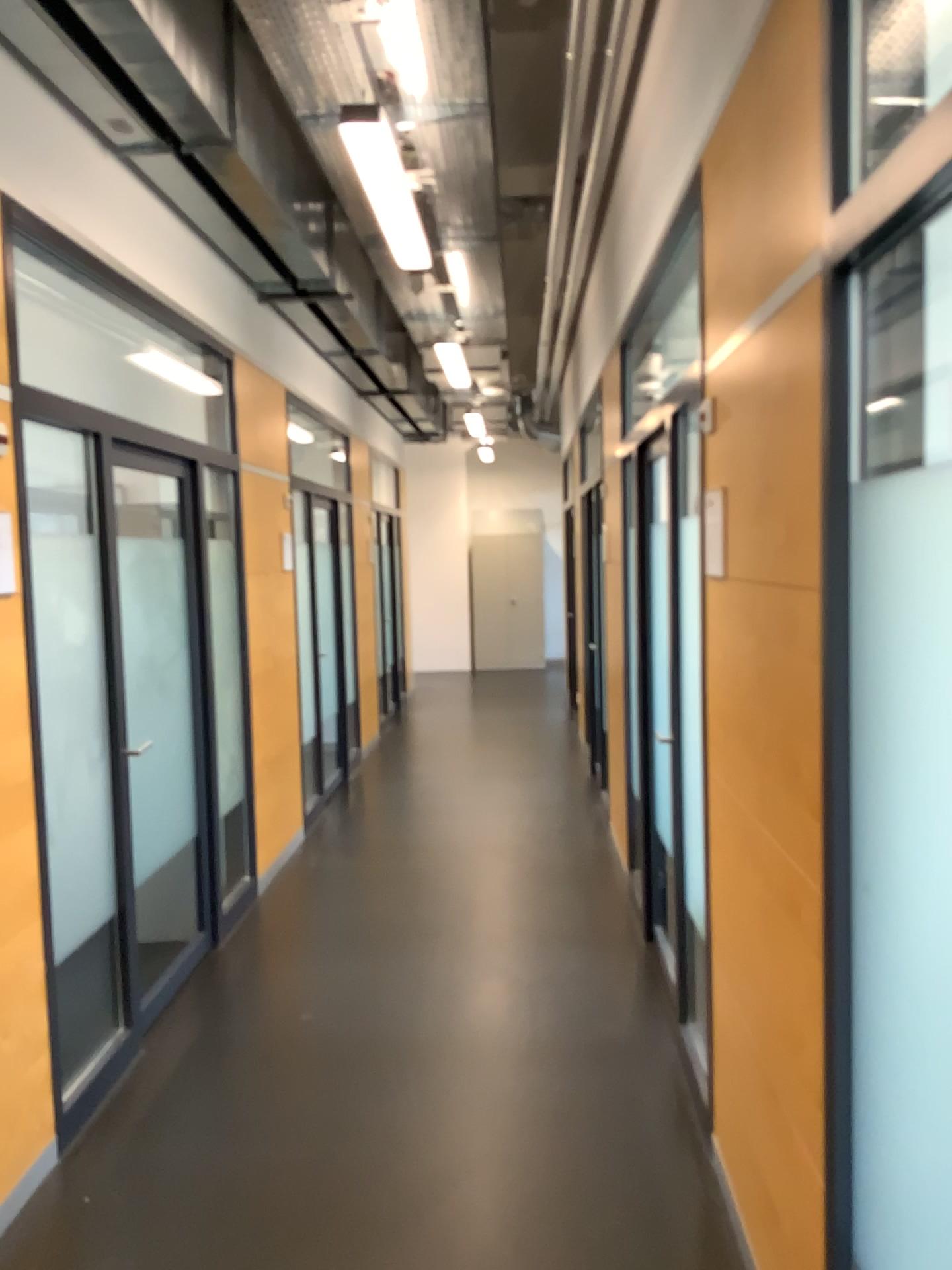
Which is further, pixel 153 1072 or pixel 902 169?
Answer: pixel 153 1072
